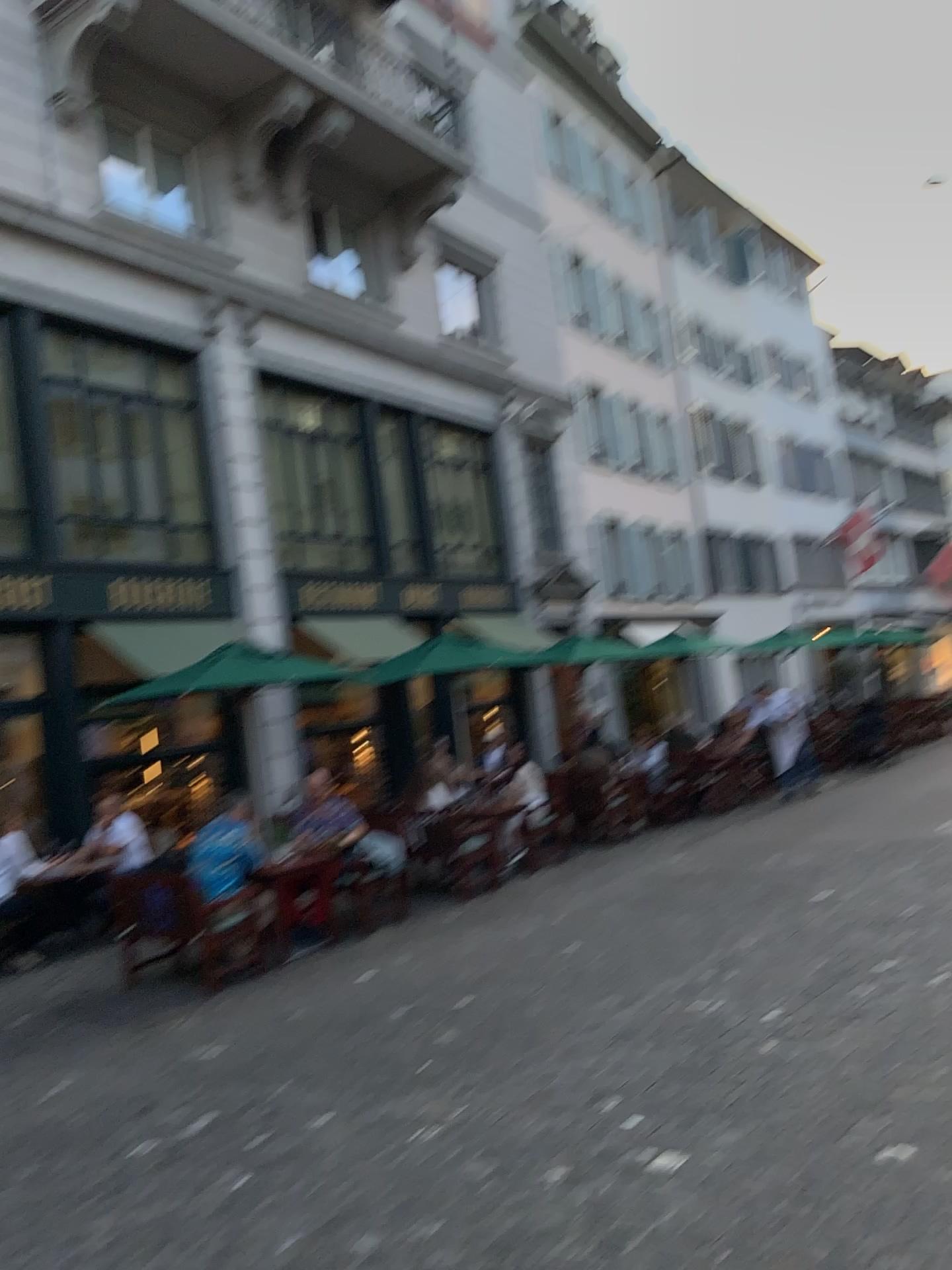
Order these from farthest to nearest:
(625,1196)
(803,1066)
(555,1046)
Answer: (555,1046), (803,1066), (625,1196)
